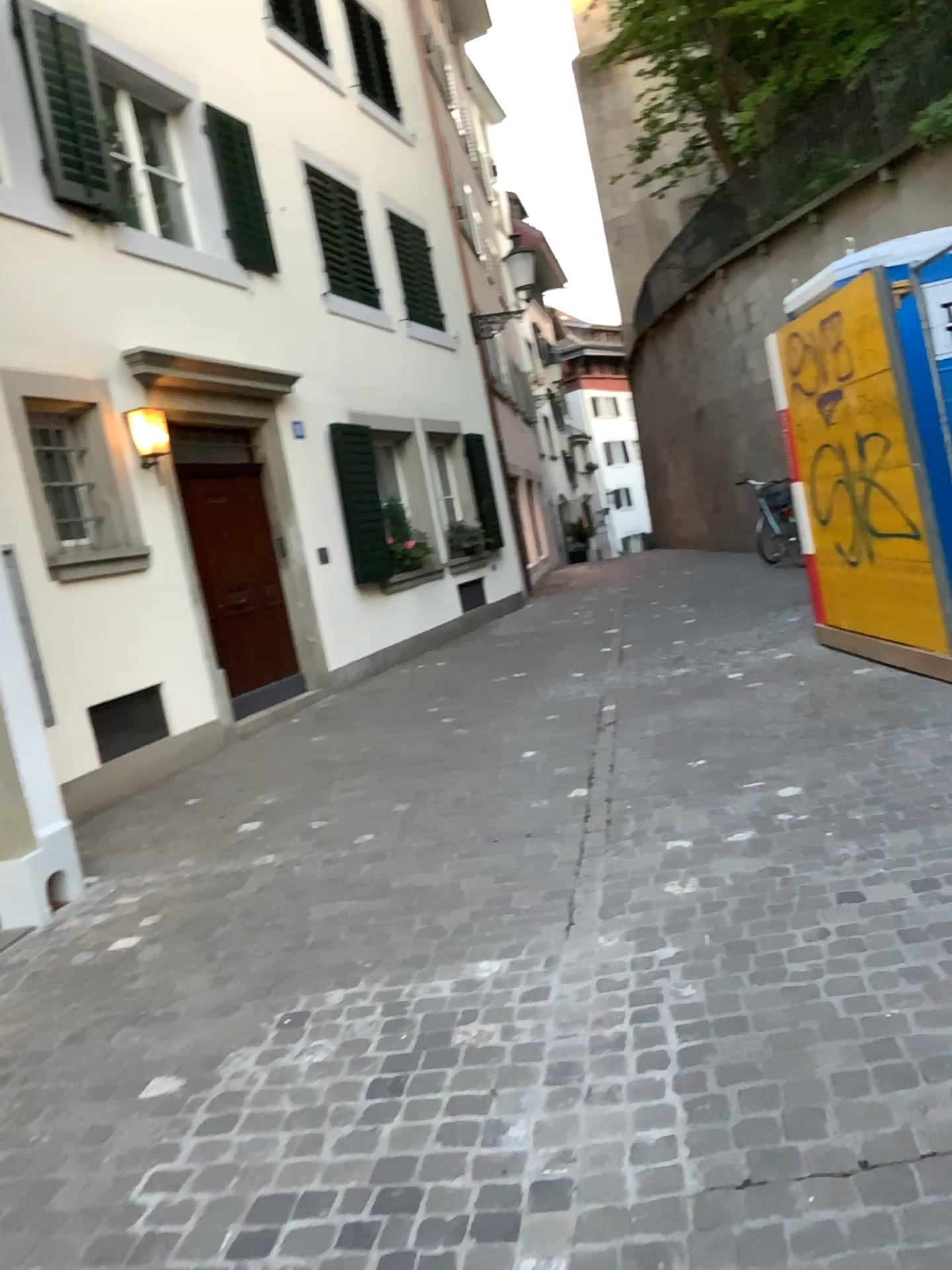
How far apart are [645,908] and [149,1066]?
1.6m
